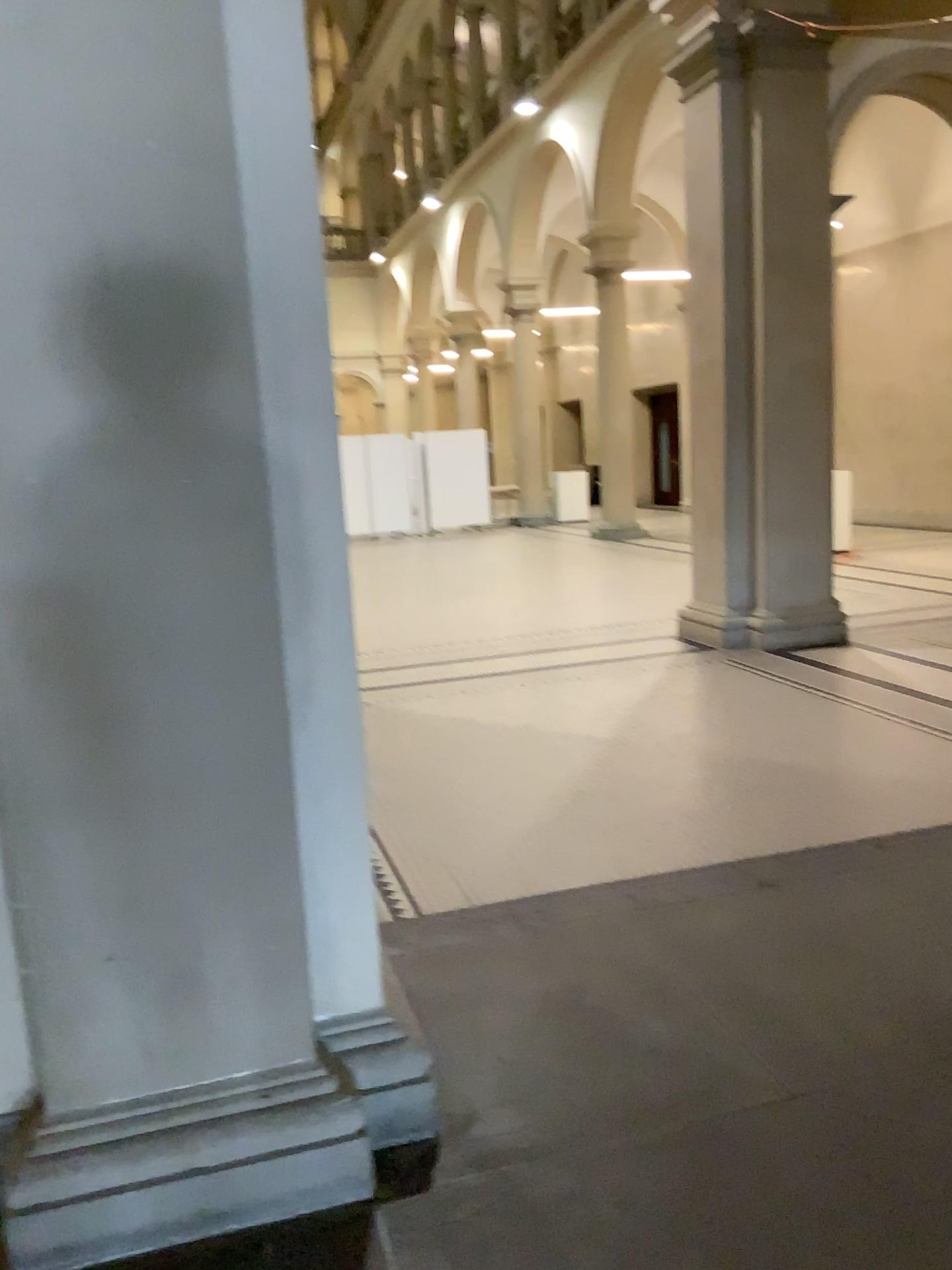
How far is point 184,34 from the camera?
1.9 meters

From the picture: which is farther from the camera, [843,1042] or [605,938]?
[605,938]

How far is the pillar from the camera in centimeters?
192cm
